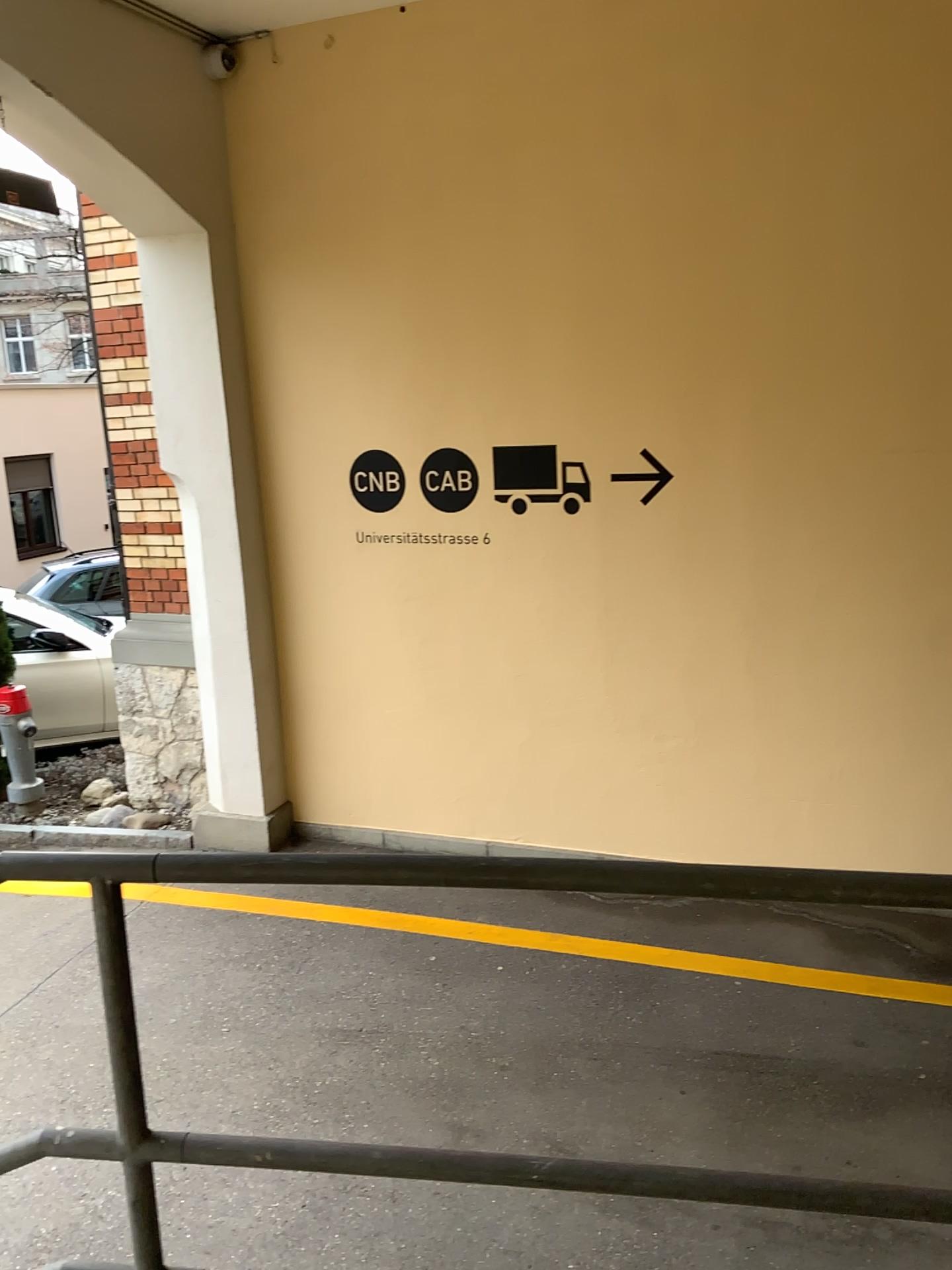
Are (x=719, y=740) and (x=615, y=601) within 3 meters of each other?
yes
